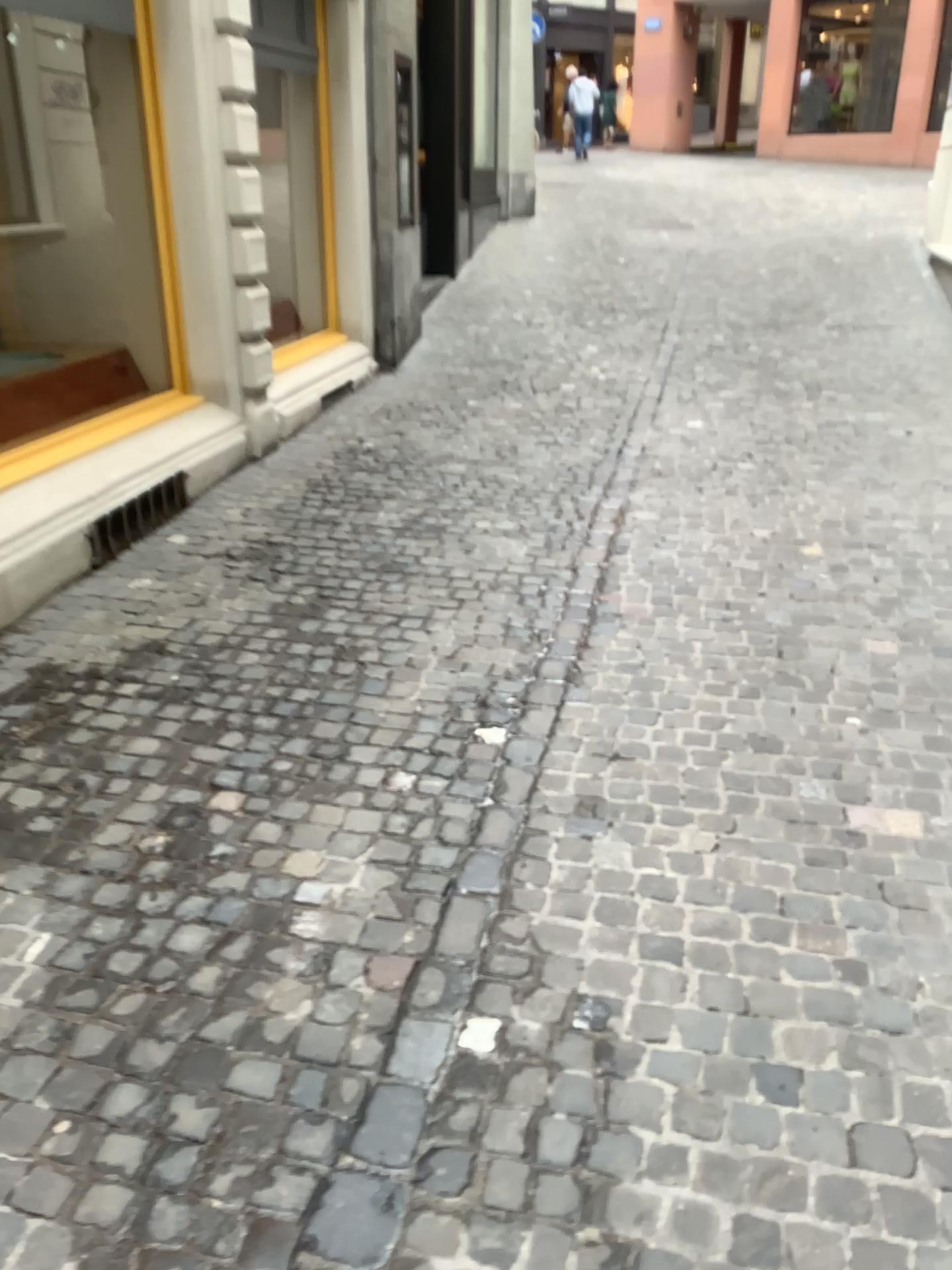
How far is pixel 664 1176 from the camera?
1.76m
